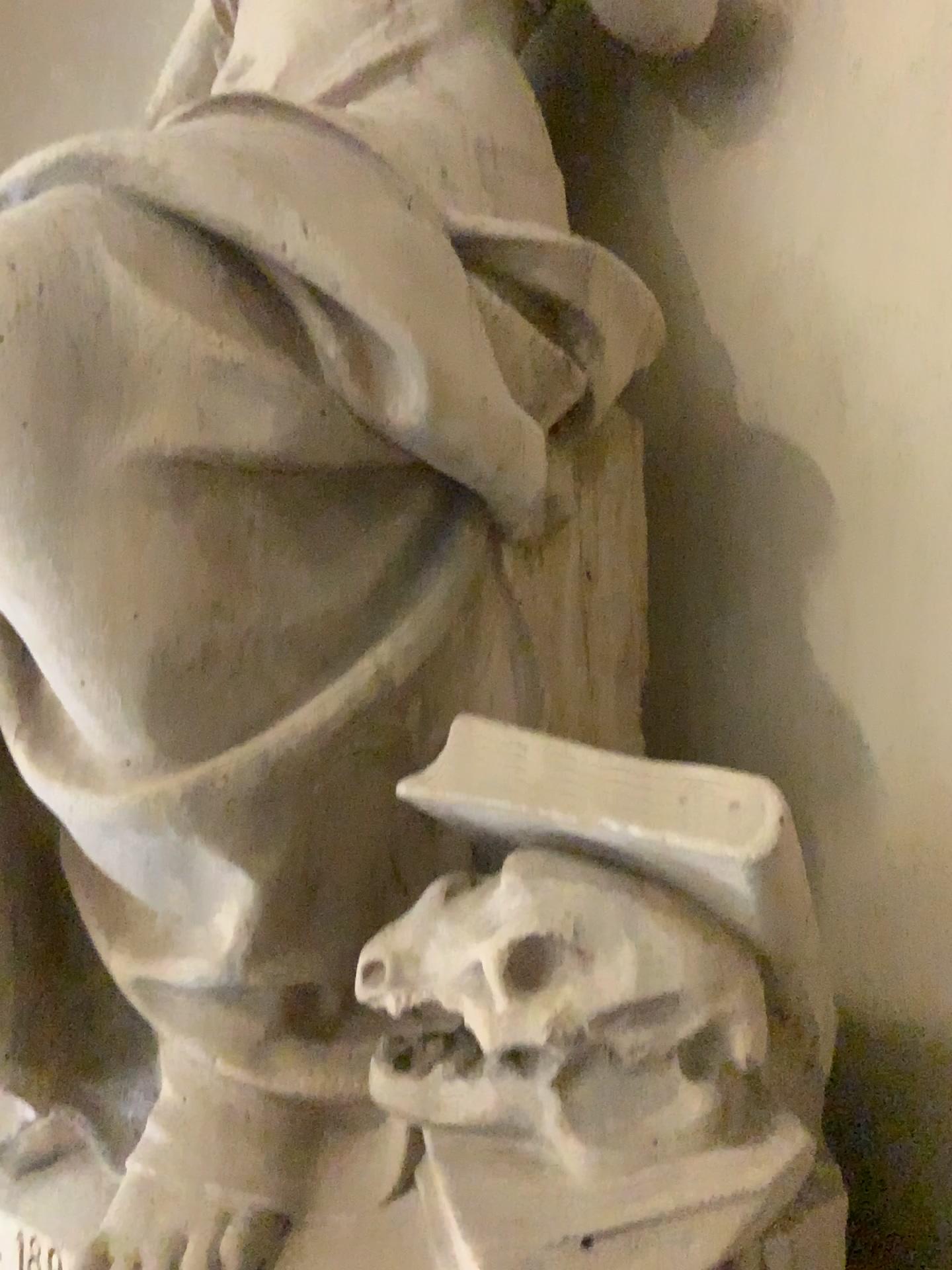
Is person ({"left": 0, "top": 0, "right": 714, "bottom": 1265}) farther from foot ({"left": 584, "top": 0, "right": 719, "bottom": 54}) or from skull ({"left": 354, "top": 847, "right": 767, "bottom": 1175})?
foot ({"left": 584, "top": 0, "right": 719, "bottom": 54})

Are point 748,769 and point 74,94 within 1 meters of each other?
no

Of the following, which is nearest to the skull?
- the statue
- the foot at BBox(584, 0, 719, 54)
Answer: the statue

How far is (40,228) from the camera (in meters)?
1.05

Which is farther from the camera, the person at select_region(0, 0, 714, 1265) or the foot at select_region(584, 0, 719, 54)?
the foot at select_region(584, 0, 719, 54)

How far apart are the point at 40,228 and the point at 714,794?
0.8 meters

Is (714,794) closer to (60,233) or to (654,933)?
(654,933)

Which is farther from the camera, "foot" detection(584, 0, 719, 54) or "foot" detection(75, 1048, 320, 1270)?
"foot" detection(584, 0, 719, 54)

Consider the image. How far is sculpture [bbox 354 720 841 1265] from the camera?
0.96m

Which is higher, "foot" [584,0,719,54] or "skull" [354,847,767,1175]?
"foot" [584,0,719,54]
